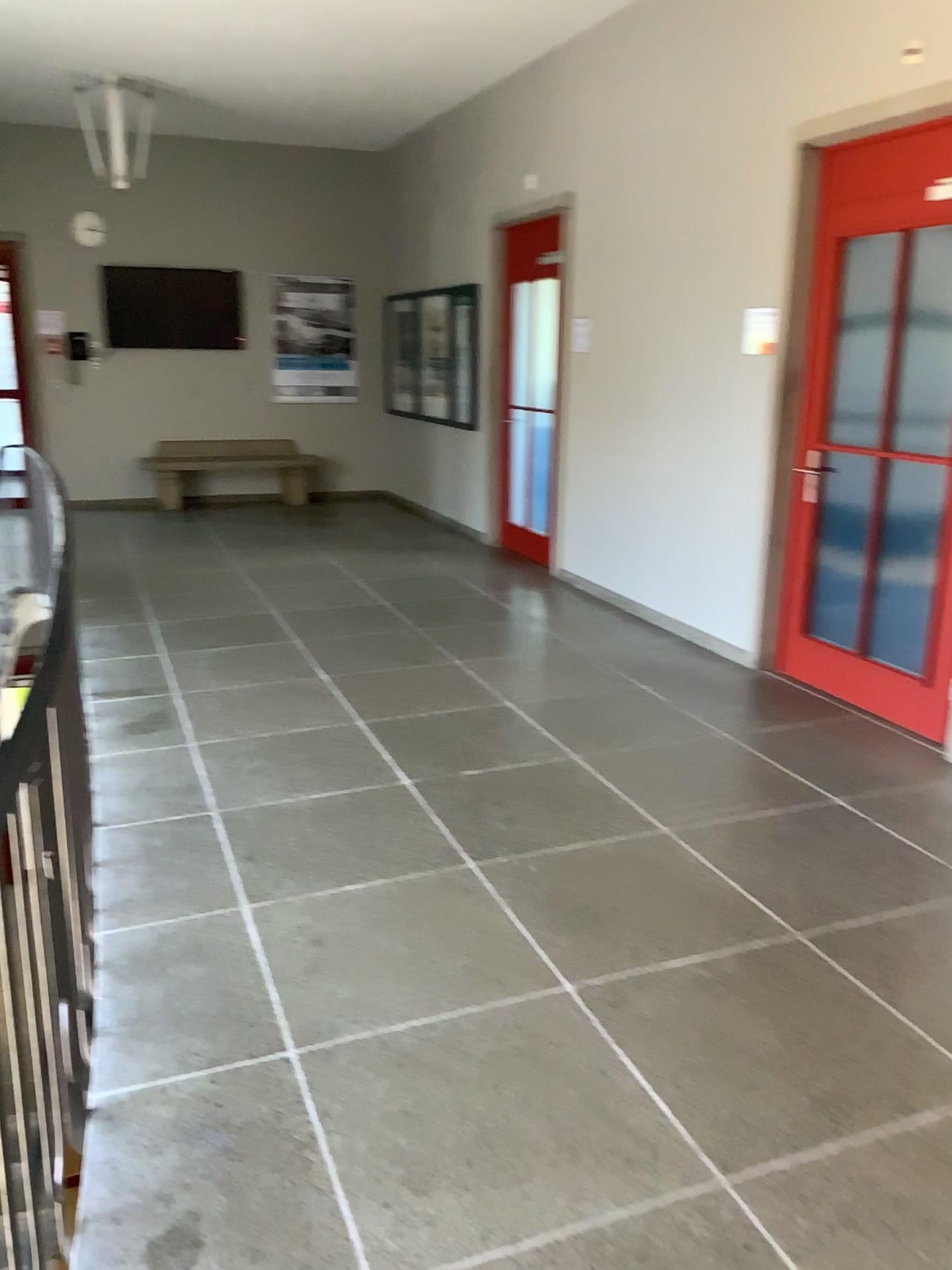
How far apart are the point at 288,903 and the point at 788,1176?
1.5 meters
